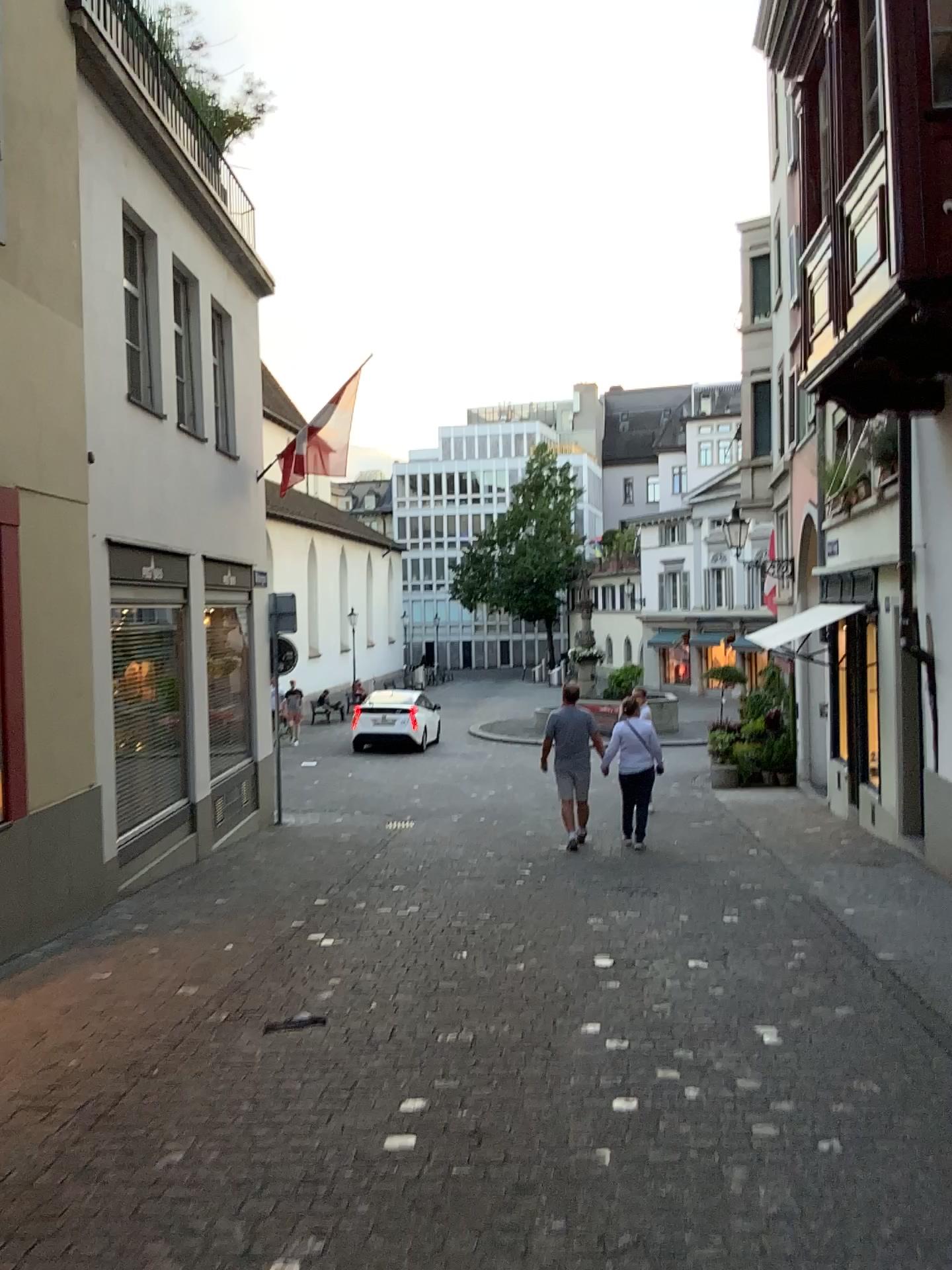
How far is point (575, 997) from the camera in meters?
4.7 m
